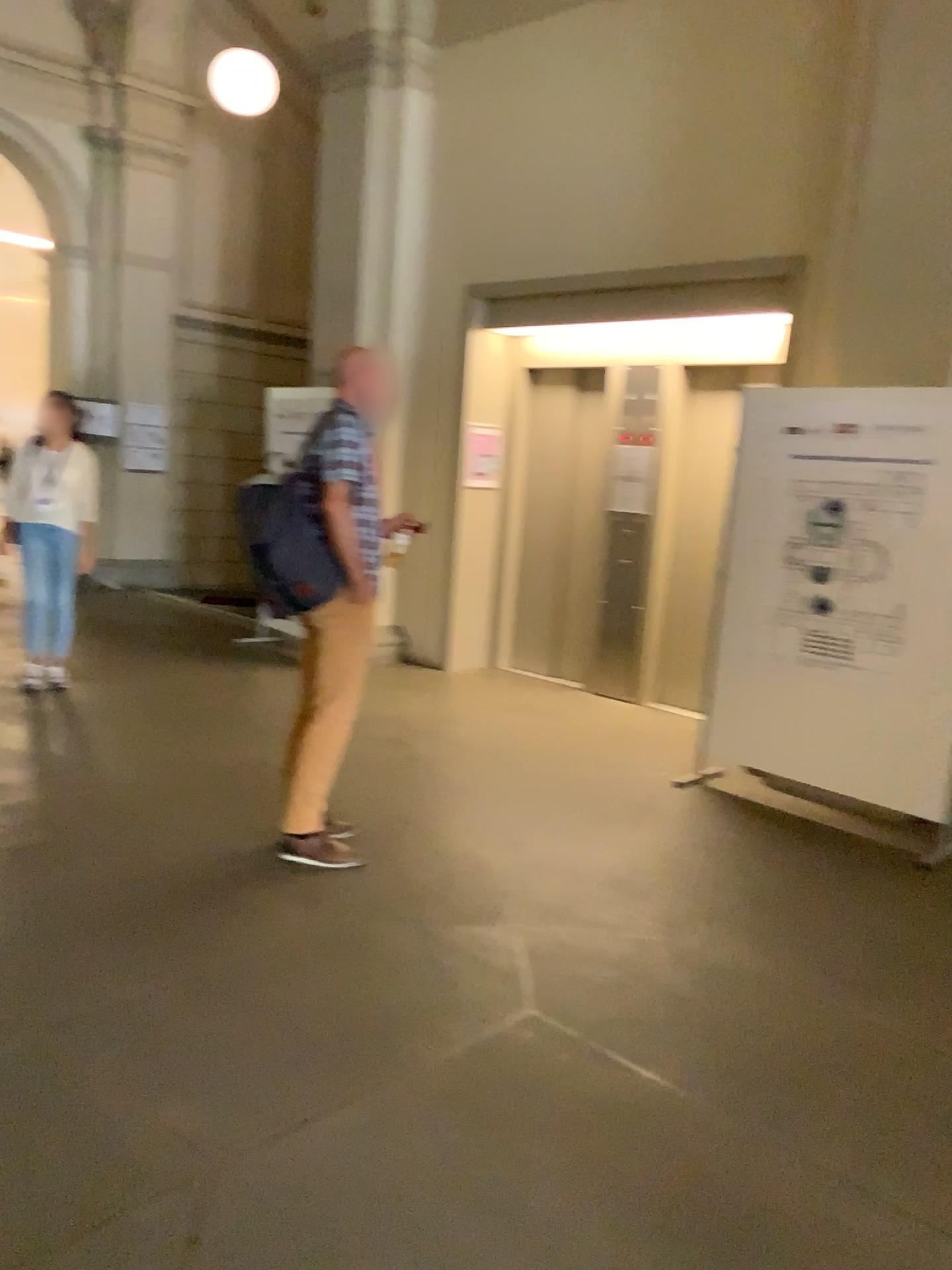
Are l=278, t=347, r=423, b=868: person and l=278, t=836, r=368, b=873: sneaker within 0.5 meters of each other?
yes

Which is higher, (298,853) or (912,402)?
(912,402)

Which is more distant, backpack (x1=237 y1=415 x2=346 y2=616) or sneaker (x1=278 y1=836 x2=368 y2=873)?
sneaker (x1=278 y1=836 x2=368 y2=873)

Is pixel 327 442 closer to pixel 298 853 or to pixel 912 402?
pixel 298 853

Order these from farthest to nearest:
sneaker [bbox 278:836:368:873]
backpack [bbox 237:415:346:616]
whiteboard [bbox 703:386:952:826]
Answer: whiteboard [bbox 703:386:952:826] → sneaker [bbox 278:836:368:873] → backpack [bbox 237:415:346:616]

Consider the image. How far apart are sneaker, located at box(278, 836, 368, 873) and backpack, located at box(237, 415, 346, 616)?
0.87m

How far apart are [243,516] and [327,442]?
0.40m

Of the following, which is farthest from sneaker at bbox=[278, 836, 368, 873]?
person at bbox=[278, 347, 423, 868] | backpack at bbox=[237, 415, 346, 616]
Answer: backpack at bbox=[237, 415, 346, 616]

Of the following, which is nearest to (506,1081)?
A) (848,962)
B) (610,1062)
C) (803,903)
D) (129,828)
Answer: (610,1062)

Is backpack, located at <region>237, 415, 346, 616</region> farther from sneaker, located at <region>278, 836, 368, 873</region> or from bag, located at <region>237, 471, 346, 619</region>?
sneaker, located at <region>278, 836, 368, 873</region>
